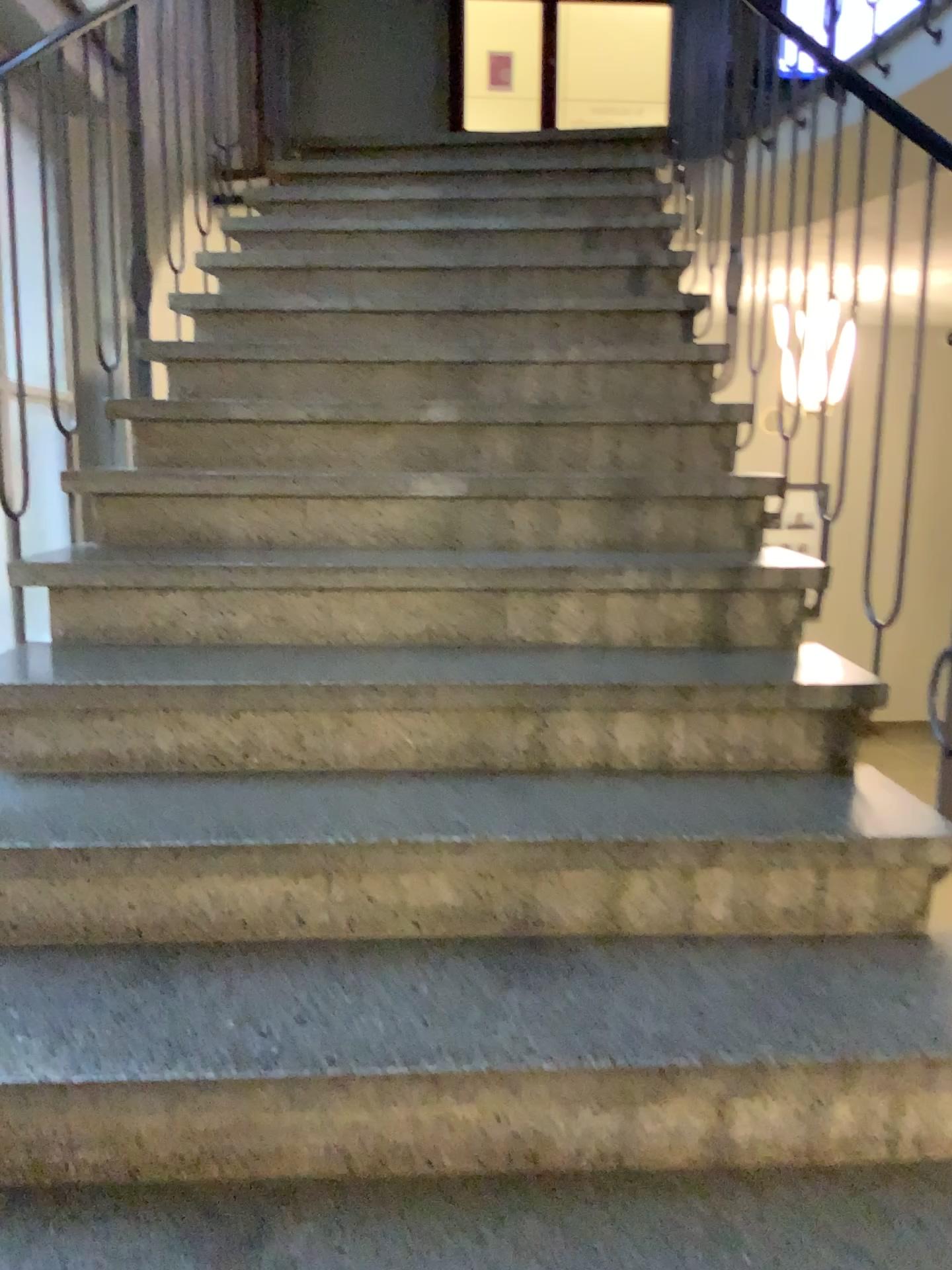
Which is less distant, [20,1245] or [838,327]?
[20,1245]

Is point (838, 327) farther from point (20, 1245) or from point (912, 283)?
point (20, 1245)

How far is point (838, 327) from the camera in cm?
206

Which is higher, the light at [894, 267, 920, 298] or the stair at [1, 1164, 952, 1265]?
the light at [894, 267, 920, 298]

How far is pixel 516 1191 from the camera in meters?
1.3

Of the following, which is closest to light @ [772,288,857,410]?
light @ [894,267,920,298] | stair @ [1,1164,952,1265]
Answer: light @ [894,267,920,298]

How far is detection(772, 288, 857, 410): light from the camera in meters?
2.1

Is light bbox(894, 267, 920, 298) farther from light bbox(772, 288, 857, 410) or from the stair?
the stair

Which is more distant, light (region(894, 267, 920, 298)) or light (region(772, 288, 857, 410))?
light (region(772, 288, 857, 410))

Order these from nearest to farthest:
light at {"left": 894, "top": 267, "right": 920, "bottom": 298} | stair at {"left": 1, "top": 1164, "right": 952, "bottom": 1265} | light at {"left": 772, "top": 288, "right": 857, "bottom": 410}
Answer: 1. stair at {"left": 1, "top": 1164, "right": 952, "bottom": 1265}
2. light at {"left": 894, "top": 267, "right": 920, "bottom": 298}
3. light at {"left": 772, "top": 288, "right": 857, "bottom": 410}
